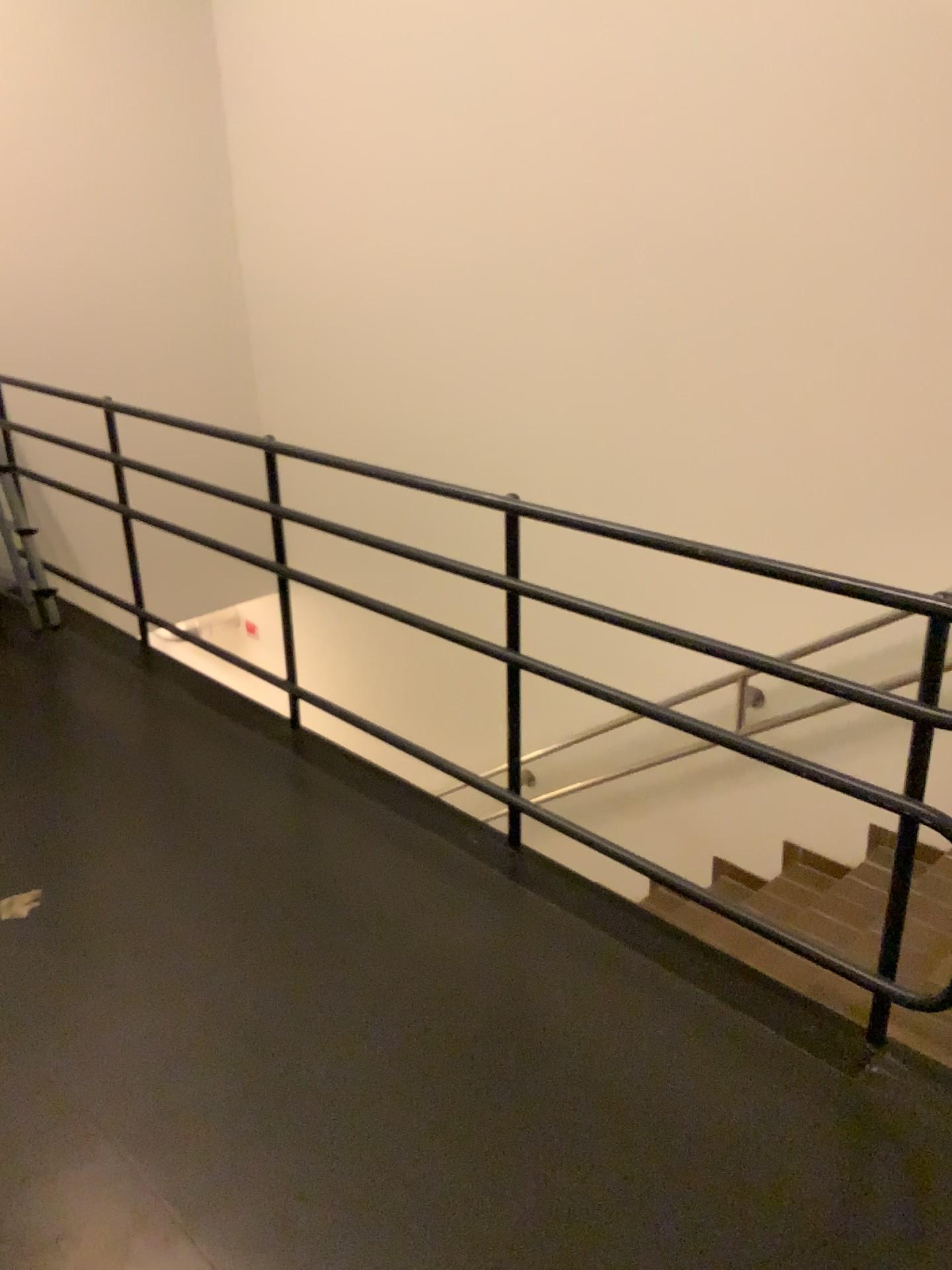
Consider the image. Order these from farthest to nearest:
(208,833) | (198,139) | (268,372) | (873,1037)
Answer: (268,372)
(198,139)
(208,833)
(873,1037)
